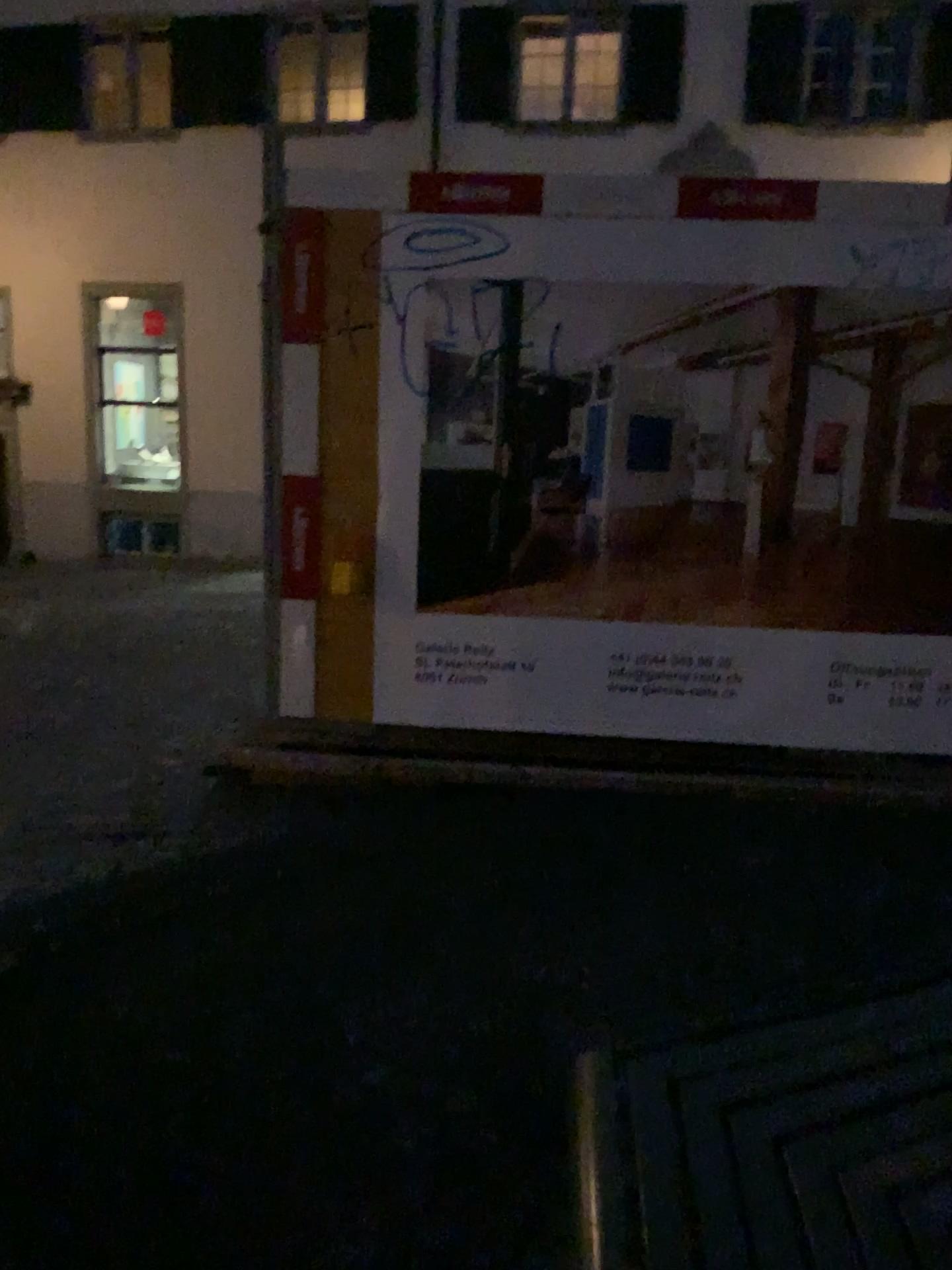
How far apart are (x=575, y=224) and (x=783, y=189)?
0.8m

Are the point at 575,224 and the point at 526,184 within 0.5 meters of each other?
yes

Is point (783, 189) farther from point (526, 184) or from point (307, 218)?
point (307, 218)

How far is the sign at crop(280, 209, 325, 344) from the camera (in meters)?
4.02

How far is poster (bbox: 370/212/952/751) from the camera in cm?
394

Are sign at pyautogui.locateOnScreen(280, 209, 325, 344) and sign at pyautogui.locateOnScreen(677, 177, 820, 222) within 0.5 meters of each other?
no

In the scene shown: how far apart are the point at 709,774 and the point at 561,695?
0.7 meters

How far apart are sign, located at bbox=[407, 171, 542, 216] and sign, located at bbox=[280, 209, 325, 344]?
0.37m

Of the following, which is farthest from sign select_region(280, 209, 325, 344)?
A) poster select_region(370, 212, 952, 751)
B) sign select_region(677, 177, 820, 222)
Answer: sign select_region(677, 177, 820, 222)

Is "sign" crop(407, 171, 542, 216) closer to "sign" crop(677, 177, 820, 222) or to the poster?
the poster
